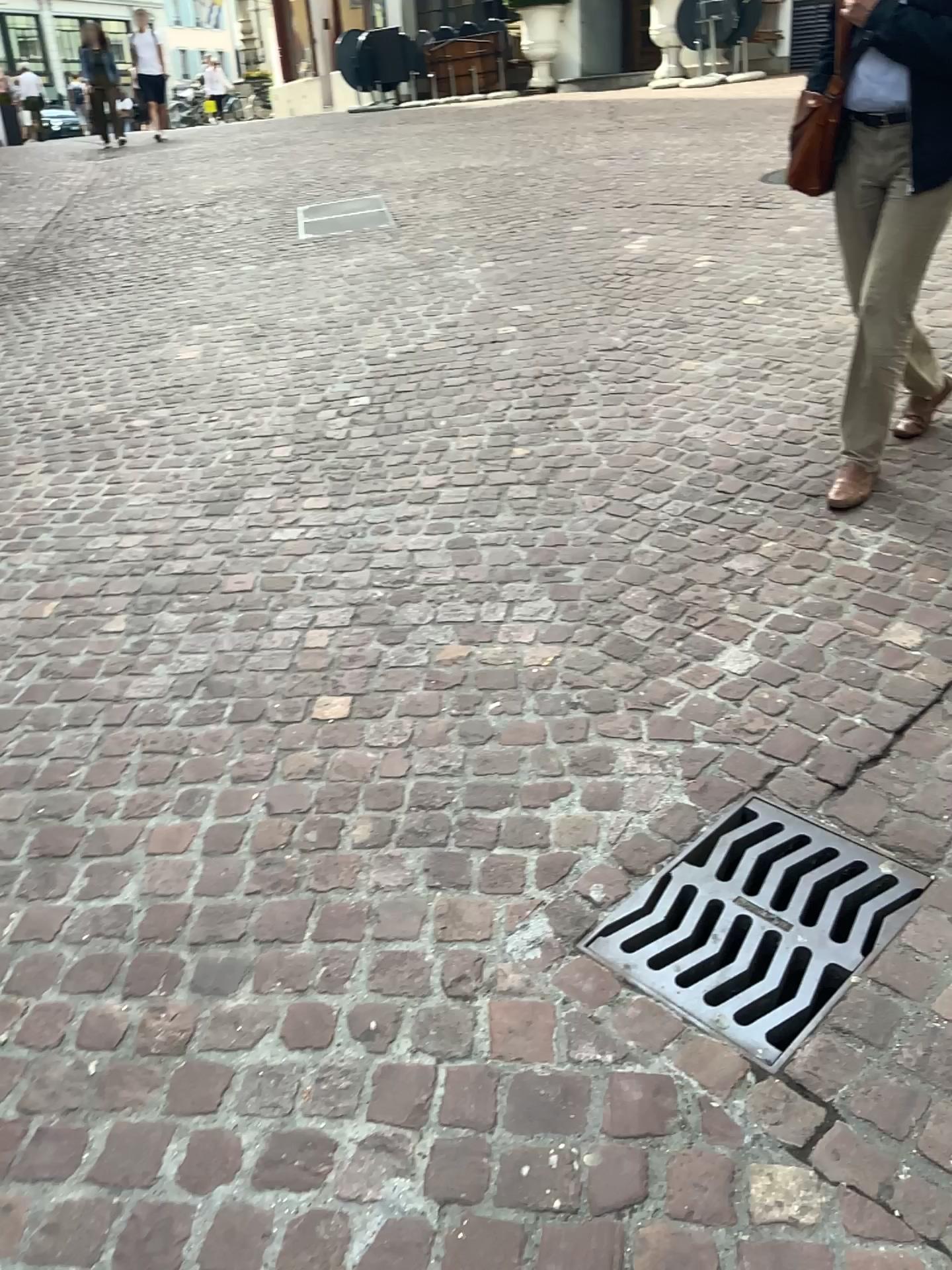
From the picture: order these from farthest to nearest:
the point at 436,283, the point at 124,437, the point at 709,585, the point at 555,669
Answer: the point at 436,283 → the point at 124,437 → the point at 709,585 → the point at 555,669

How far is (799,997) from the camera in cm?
168

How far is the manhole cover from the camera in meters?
1.7 m
